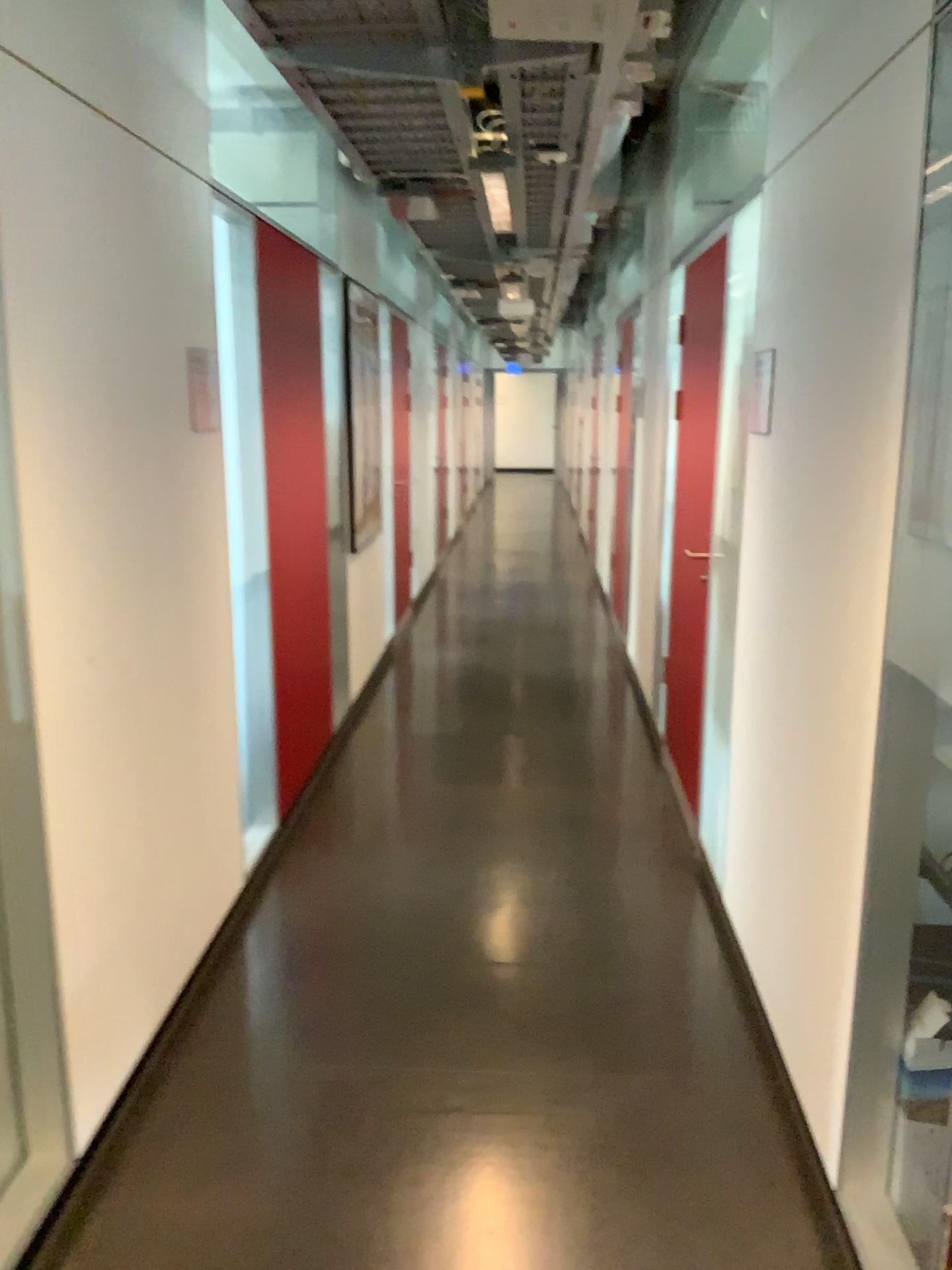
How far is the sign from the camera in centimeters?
282cm

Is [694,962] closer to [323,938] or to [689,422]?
[323,938]

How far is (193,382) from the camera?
2.8 meters
